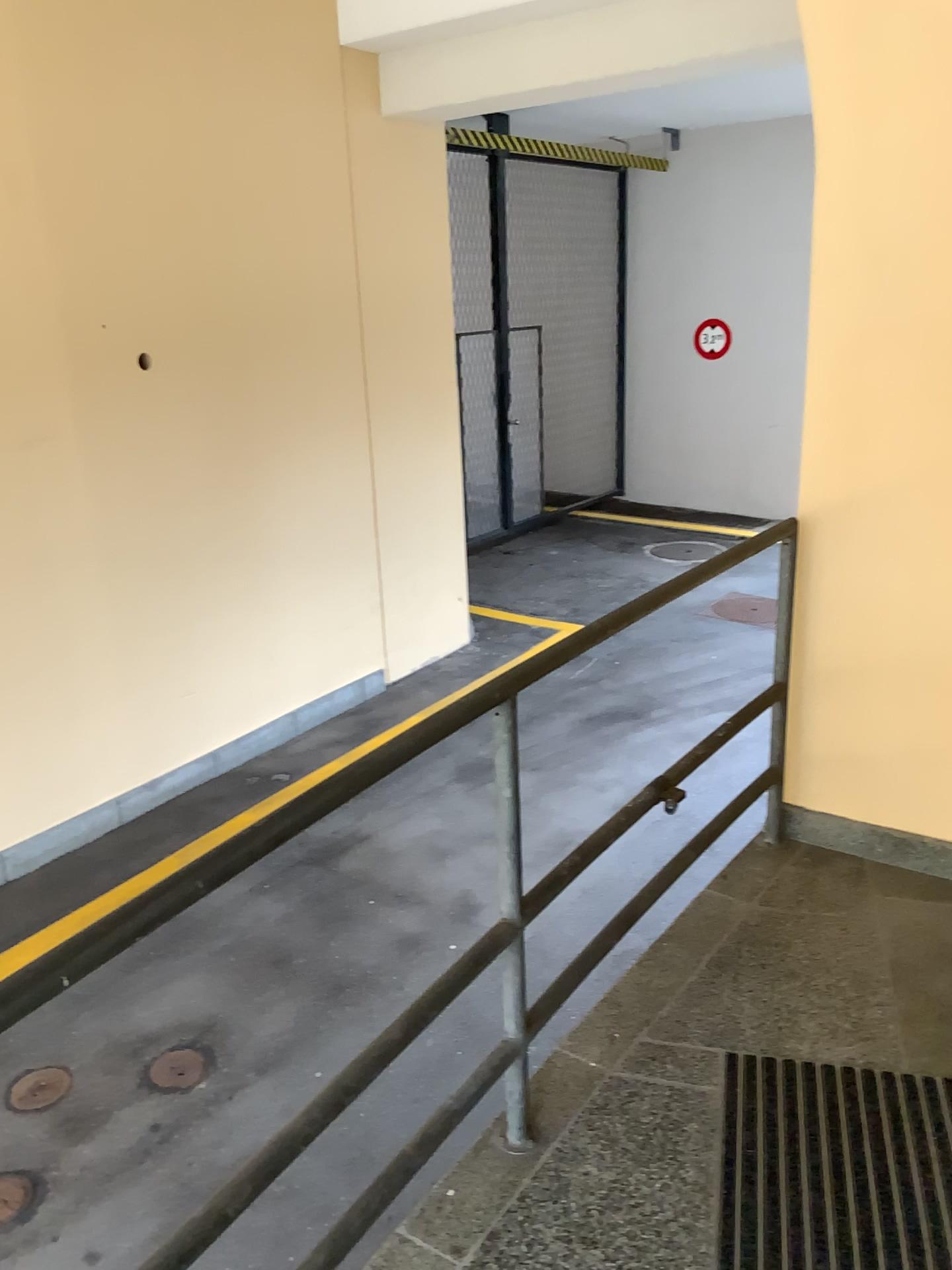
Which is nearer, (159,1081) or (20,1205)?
(20,1205)

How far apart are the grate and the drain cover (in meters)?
2.01

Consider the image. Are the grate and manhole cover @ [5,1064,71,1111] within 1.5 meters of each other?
no

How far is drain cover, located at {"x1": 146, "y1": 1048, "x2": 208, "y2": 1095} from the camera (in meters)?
3.44

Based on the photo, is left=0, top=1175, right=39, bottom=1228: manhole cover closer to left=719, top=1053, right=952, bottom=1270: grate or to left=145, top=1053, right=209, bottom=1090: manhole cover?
left=145, top=1053, right=209, bottom=1090: manhole cover

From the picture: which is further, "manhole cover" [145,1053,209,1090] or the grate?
"manhole cover" [145,1053,209,1090]

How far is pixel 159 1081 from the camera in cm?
344

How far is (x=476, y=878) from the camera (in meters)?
4.61

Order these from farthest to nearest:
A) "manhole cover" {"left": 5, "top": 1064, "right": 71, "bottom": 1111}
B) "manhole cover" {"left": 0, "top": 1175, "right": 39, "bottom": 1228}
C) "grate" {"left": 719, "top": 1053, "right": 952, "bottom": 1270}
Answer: "manhole cover" {"left": 5, "top": 1064, "right": 71, "bottom": 1111}, "manhole cover" {"left": 0, "top": 1175, "right": 39, "bottom": 1228}, "grate" {"left": 719, "top": 1053, "right": 952, "bottom": 1270}

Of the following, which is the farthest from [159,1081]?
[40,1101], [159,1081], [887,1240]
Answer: [887,1240]
